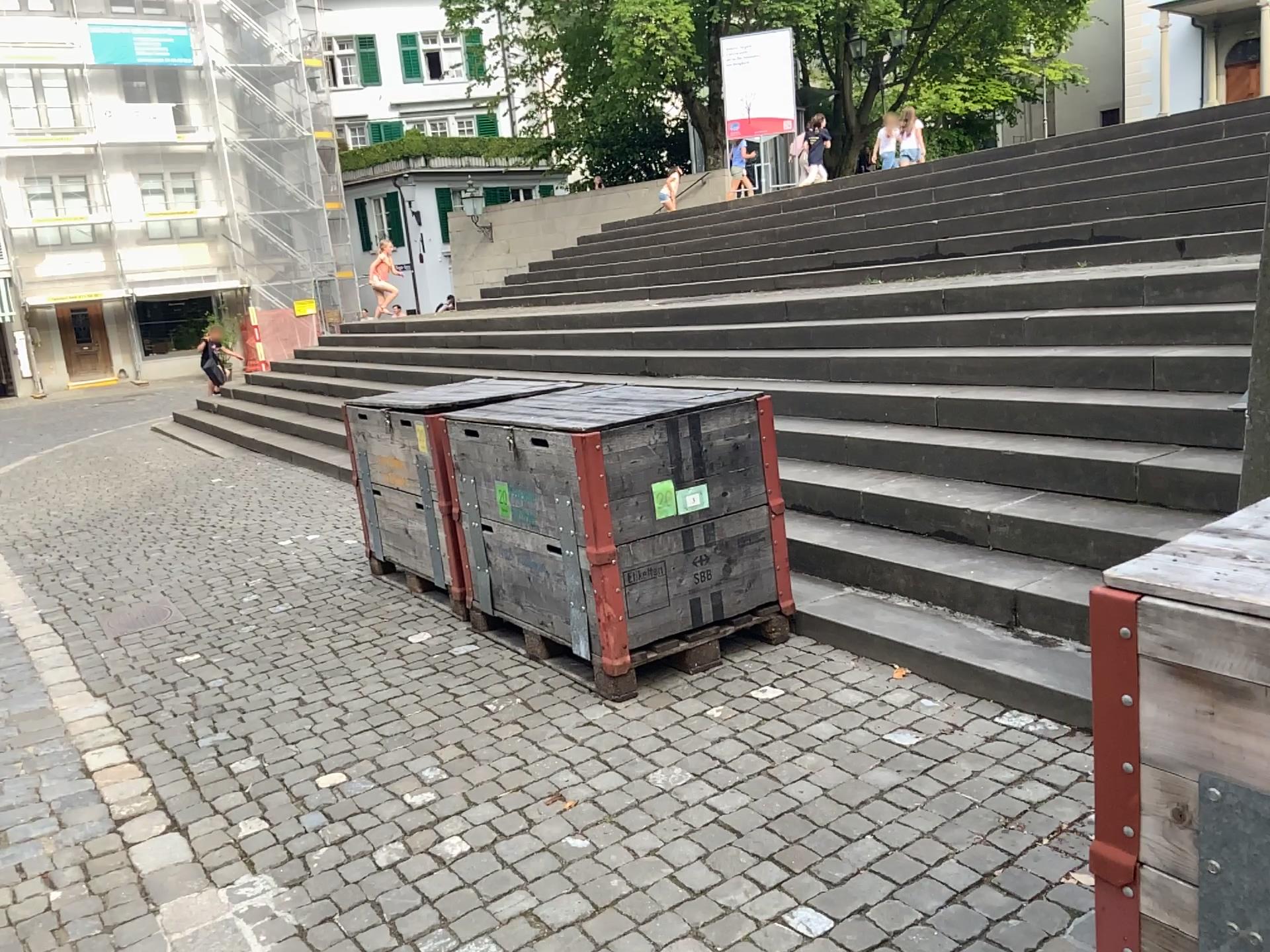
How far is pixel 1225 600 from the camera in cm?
131

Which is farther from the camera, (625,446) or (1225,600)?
(625,446)

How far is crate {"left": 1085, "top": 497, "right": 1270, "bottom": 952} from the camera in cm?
131

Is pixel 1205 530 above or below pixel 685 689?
above

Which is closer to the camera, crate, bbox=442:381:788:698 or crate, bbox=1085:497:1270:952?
crate, bbox=1085:497:1270:952
